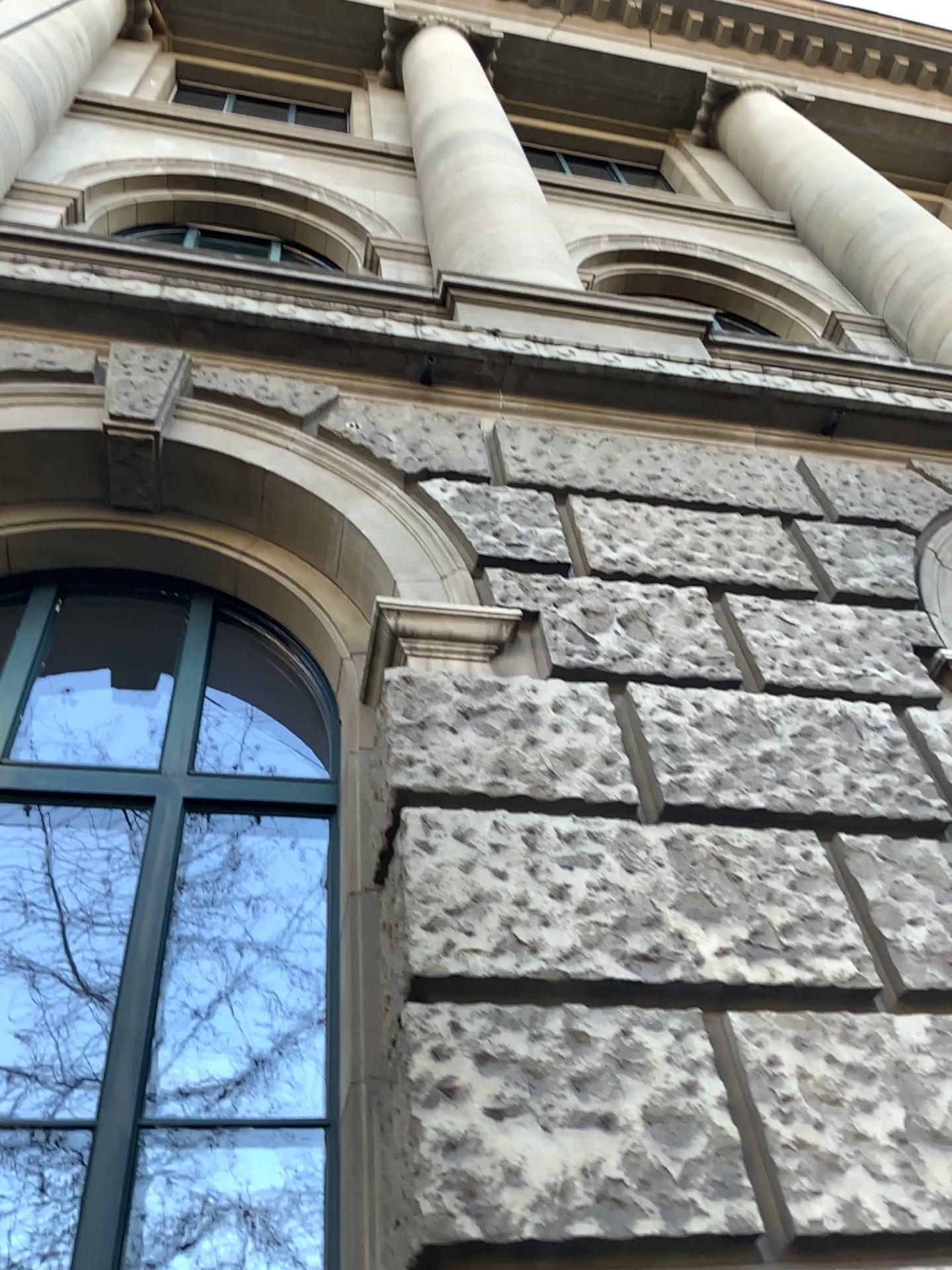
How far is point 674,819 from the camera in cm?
263

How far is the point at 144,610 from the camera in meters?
4.3 m

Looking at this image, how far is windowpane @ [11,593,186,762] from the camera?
4.35m
